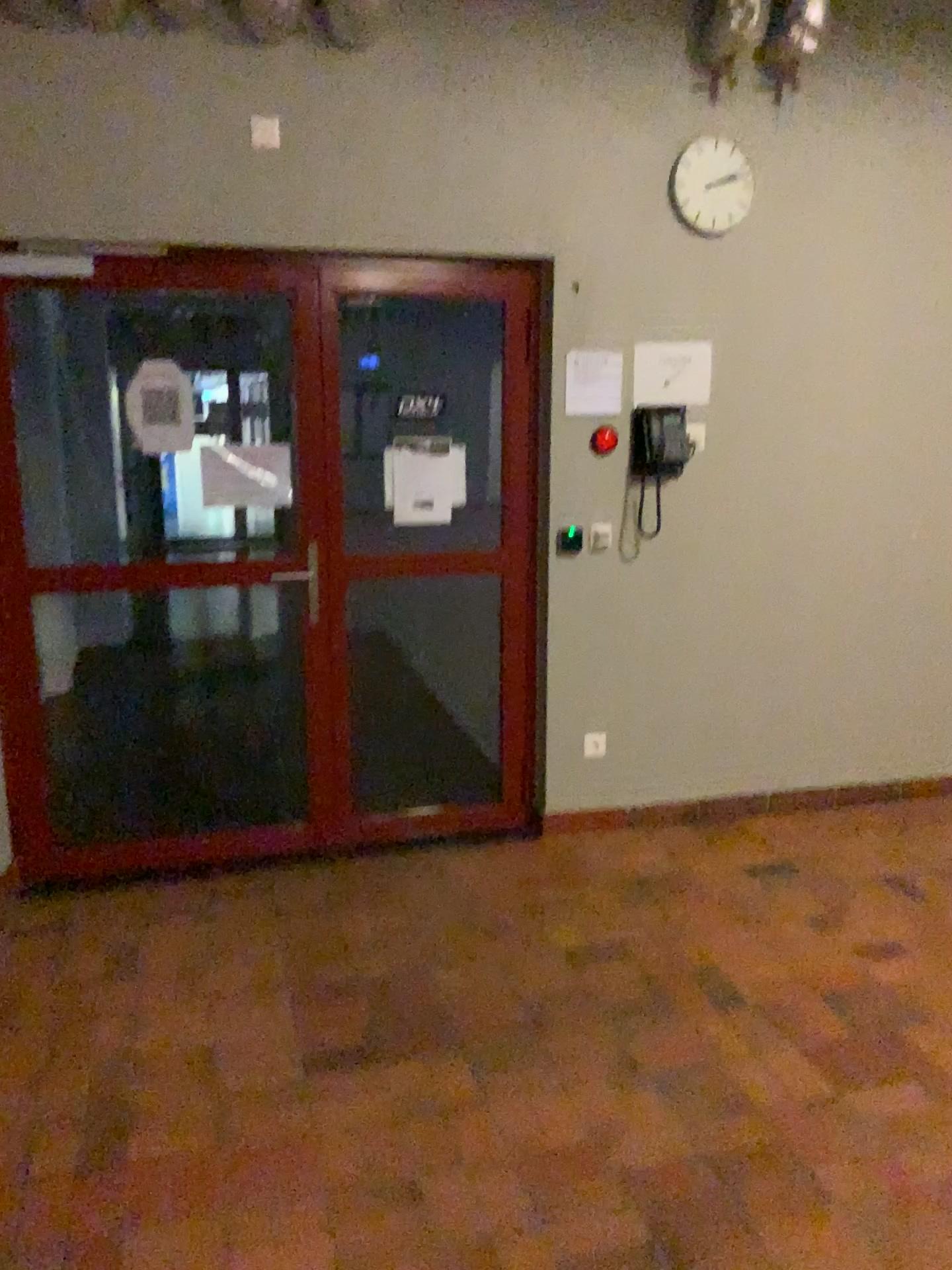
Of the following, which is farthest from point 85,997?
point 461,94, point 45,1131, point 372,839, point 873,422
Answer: point 873,422

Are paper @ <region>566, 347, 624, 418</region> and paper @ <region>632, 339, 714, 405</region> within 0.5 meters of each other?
yes

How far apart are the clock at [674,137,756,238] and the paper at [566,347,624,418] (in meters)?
0.55

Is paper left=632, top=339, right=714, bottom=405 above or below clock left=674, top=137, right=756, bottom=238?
below

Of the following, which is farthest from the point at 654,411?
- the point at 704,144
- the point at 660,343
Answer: the point at 704,144

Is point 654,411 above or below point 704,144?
below

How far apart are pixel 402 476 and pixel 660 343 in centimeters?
104cm

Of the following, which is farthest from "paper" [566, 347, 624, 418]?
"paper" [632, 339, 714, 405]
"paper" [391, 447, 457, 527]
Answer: "paper" [391, 447, 457, 527]

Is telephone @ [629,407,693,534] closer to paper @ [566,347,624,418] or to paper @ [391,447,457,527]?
paper @ [566,347,624,418]

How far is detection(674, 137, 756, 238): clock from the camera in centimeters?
367cm
